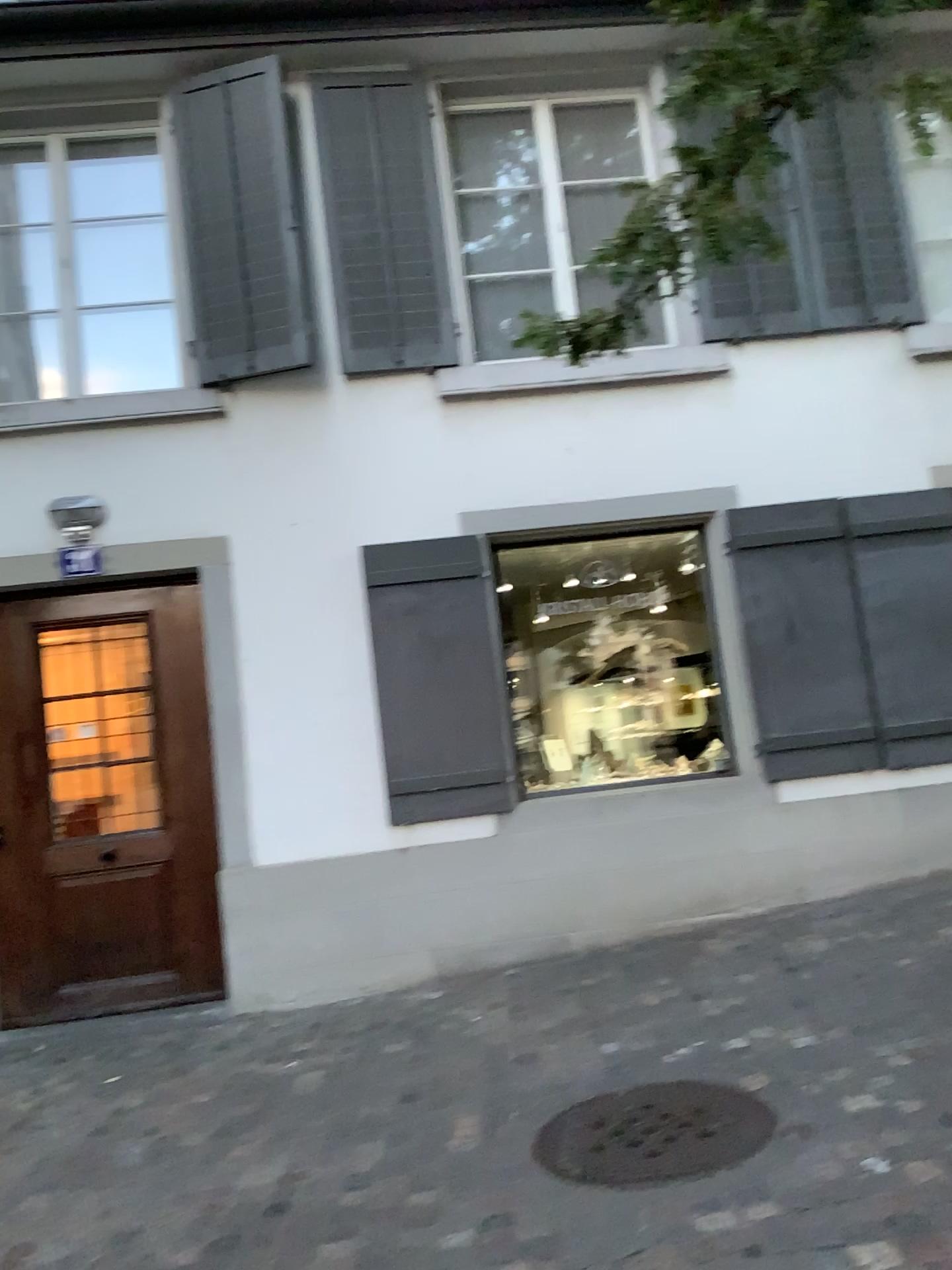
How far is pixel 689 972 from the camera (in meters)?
4.68
